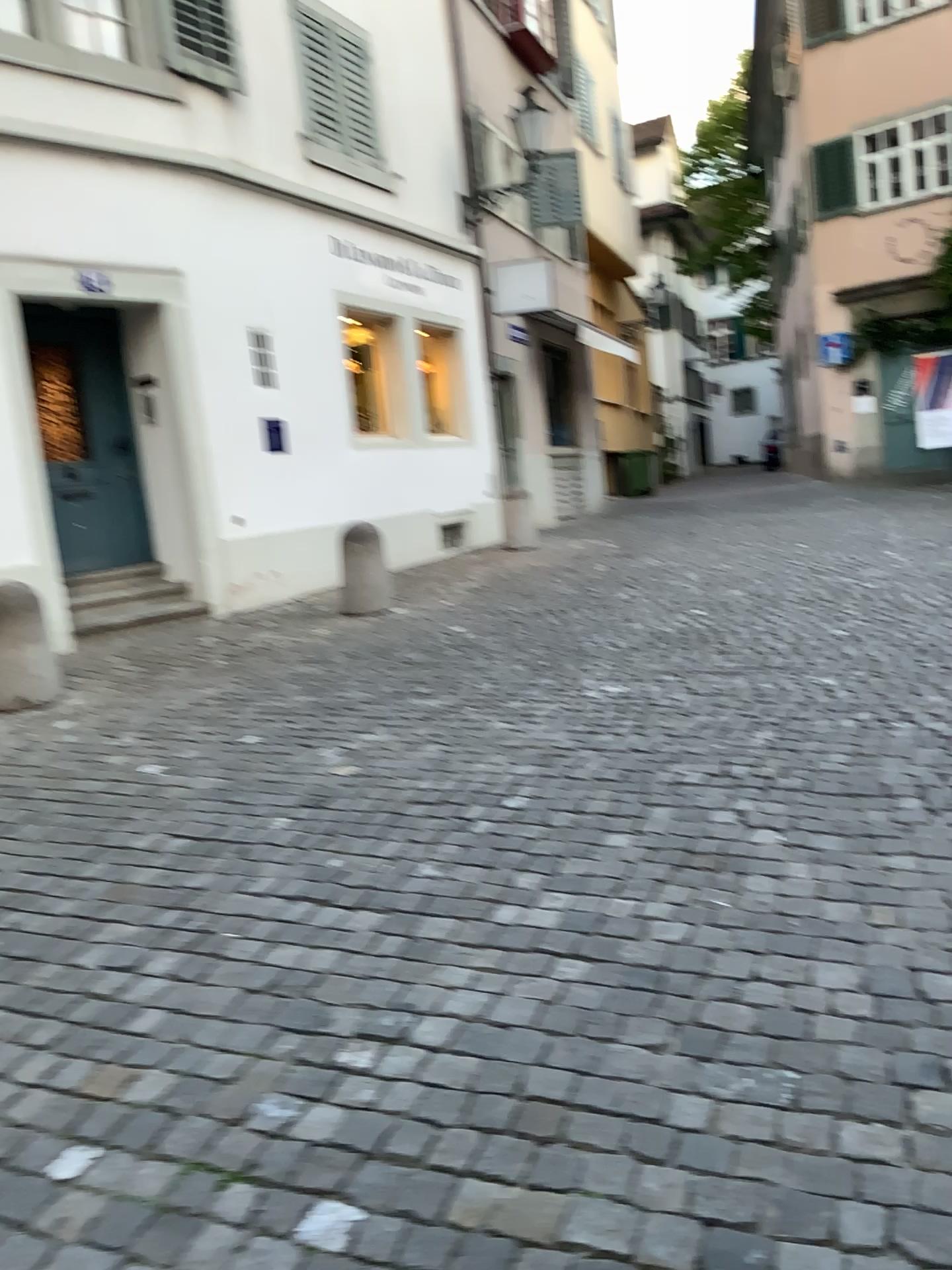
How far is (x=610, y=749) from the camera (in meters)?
4.14
